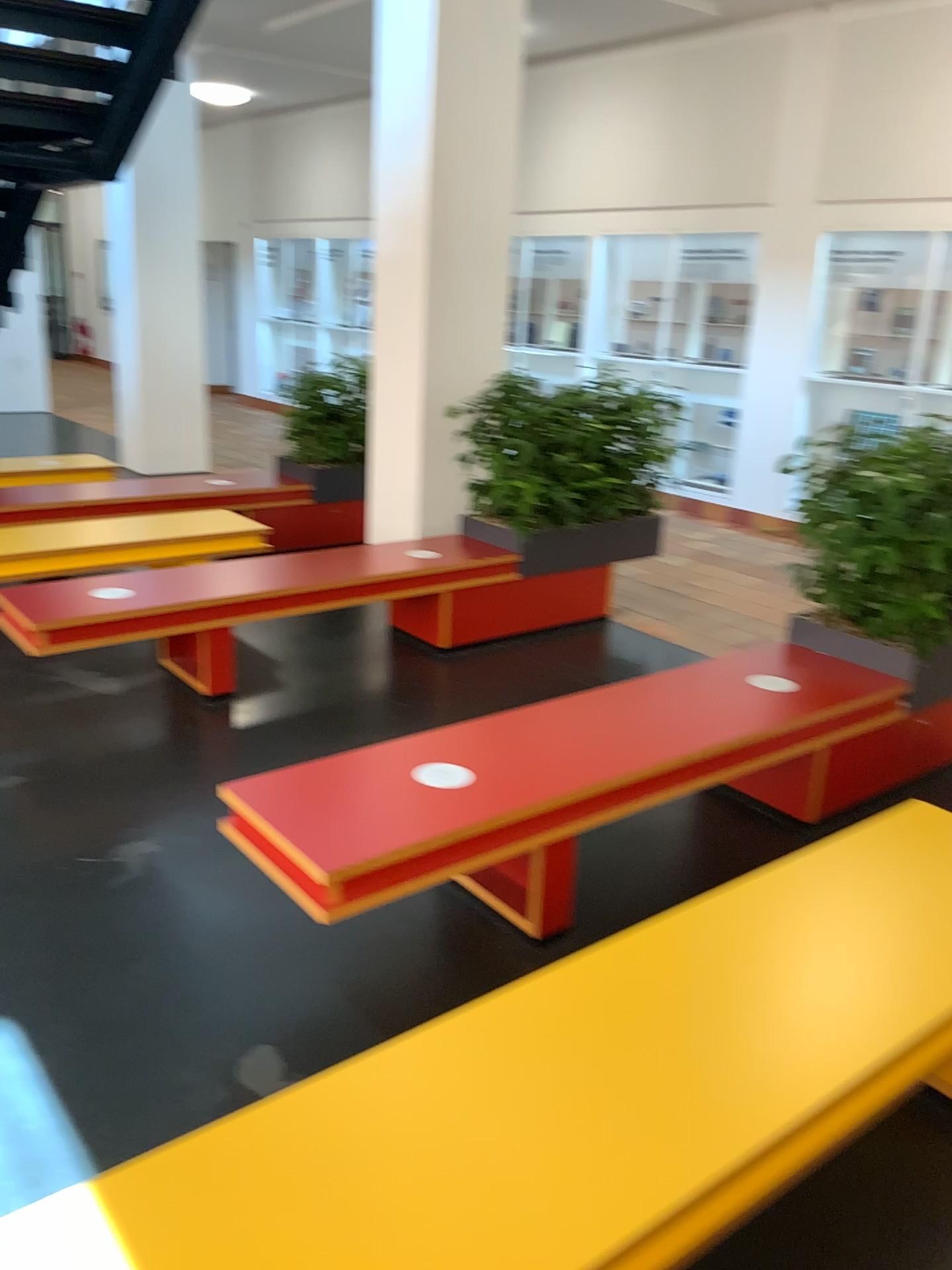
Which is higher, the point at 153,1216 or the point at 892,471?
the point at 892,471

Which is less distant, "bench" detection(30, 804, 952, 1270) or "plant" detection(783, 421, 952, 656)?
"bench" detection(30, 804, 952, 1270)

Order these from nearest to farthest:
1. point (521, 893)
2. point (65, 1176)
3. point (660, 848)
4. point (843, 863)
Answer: point (65, 1176) < point (843, 863) < point (521, 893) < point (660, 848)

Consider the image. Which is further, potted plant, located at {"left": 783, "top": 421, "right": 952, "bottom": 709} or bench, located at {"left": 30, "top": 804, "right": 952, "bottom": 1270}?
potted plant, located at {"left": 783, "top": 421, "right": 952, "bottom": 709}

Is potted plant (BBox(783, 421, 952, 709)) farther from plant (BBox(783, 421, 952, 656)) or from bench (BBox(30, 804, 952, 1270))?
bench (BBox(30, 804, 952, 1270))

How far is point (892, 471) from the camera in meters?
3.4 m

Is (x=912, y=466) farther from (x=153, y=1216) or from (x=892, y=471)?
(x=153, y=1216)

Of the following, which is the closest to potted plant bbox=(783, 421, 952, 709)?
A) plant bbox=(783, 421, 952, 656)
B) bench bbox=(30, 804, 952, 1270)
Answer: plant bbox=(783, 421, 952, 656)

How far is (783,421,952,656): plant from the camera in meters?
3.4 m
